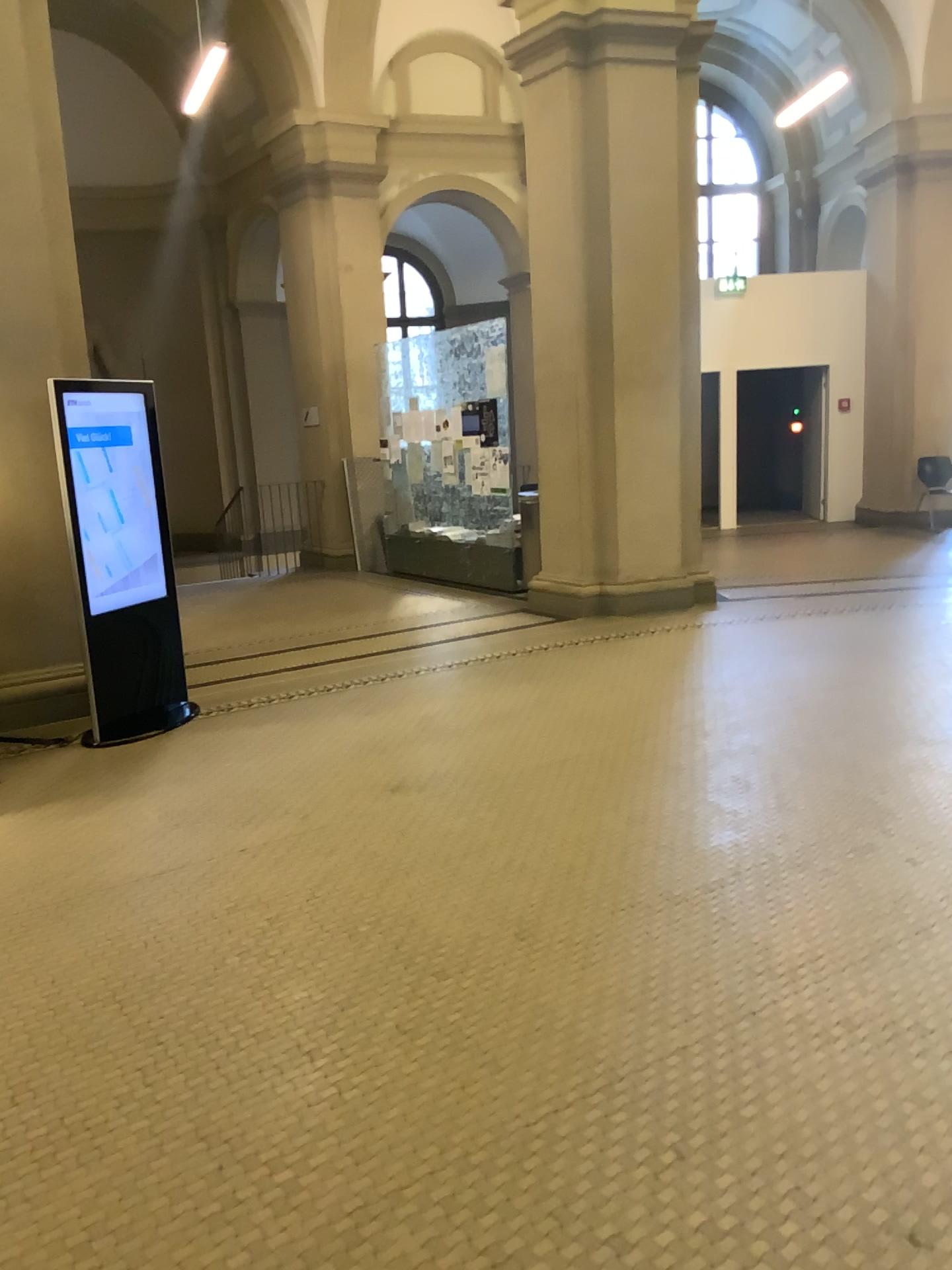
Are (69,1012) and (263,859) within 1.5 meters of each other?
yes
